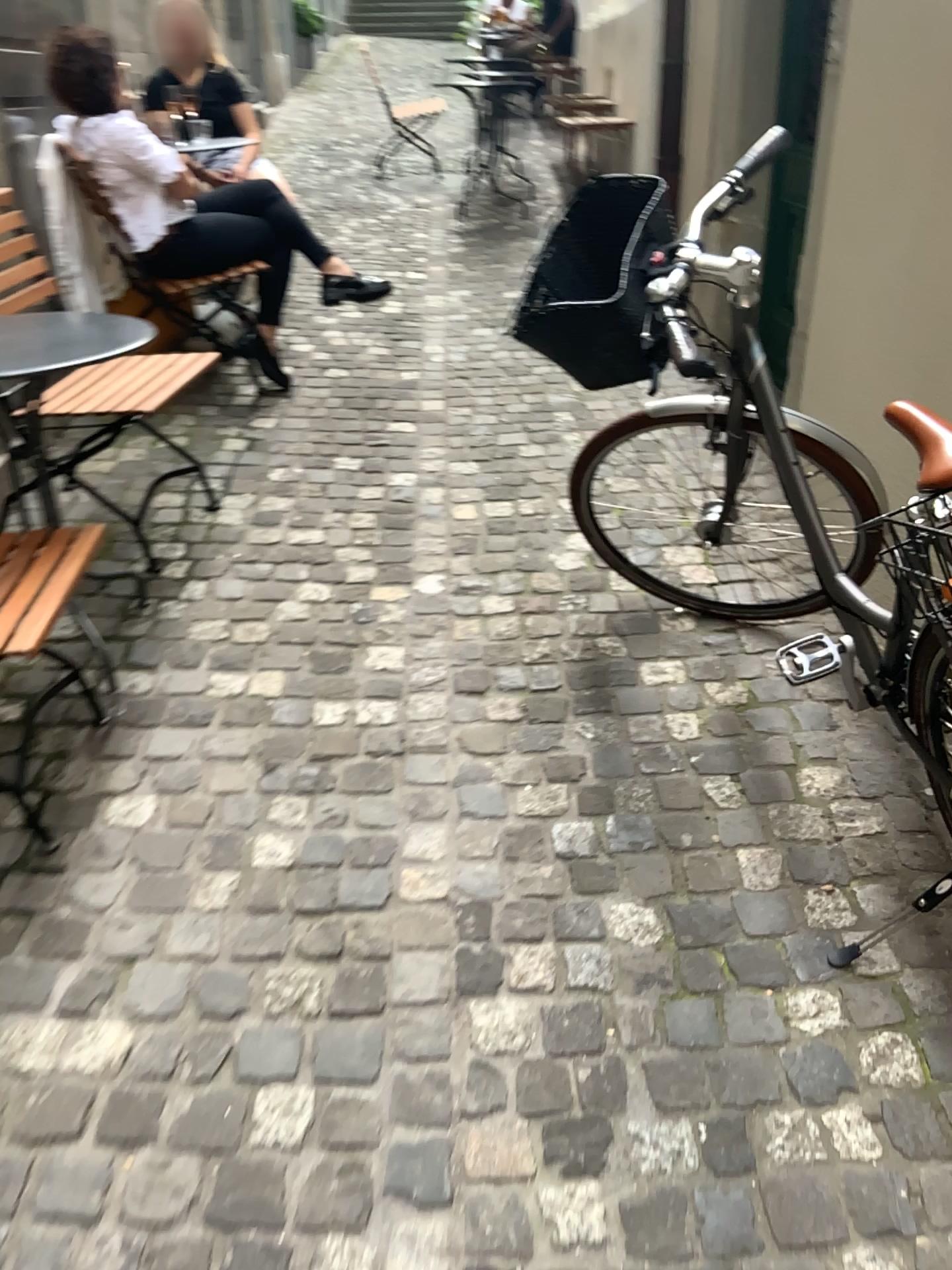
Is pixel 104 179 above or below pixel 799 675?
above

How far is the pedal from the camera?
1.93m

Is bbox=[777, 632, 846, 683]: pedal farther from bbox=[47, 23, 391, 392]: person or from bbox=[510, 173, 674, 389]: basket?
bbox=[47, 23, 391, 392]: person

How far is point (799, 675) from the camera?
1.9 meters

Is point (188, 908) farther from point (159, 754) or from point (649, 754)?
point (649, 754)

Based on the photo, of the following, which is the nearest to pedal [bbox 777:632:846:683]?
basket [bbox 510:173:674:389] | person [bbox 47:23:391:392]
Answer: basket [bbox 510:173:674:389]

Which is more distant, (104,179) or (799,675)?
(104,179)

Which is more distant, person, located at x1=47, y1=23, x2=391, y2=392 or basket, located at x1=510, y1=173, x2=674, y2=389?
person, located at x1=47, y1=23, x2=391, y2=392

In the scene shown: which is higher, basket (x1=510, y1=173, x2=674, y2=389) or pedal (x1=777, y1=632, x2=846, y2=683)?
basket (x1=510, y1=173, x2=674, y2=389)

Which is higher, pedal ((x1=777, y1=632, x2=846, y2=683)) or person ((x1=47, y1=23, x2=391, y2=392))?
person ((x1=47, y1=23, x2=391, y2=392))
